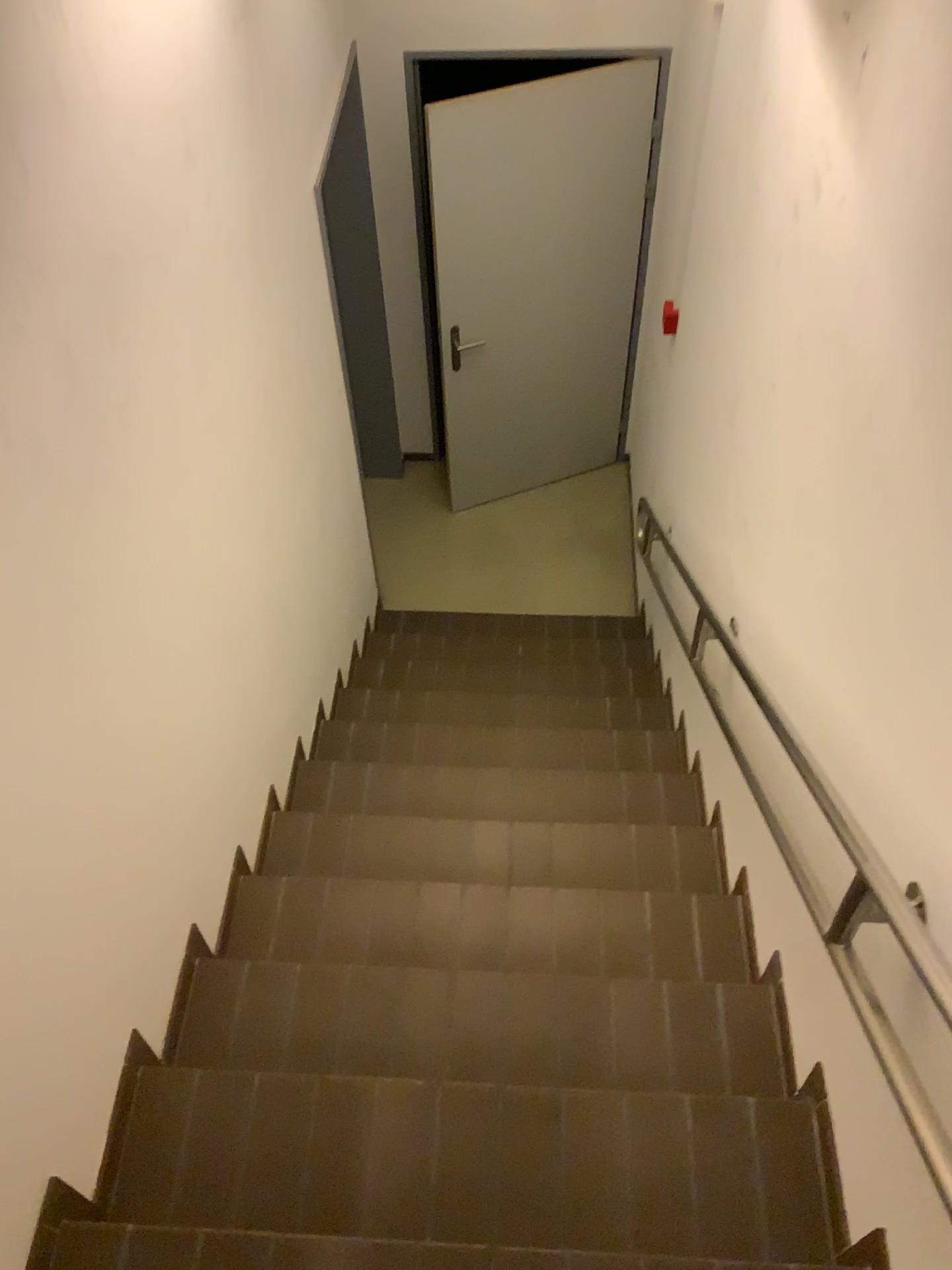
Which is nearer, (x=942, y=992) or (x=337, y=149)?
(x=942, y=992)

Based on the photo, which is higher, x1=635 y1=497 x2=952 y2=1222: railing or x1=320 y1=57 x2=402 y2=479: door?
x1=635 y1=497 x2=952 y2=1222: railing

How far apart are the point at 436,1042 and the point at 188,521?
1.1m

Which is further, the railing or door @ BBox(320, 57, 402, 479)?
door @ BBox(320, 57, 402, 479)

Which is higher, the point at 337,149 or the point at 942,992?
the point at 942,992
